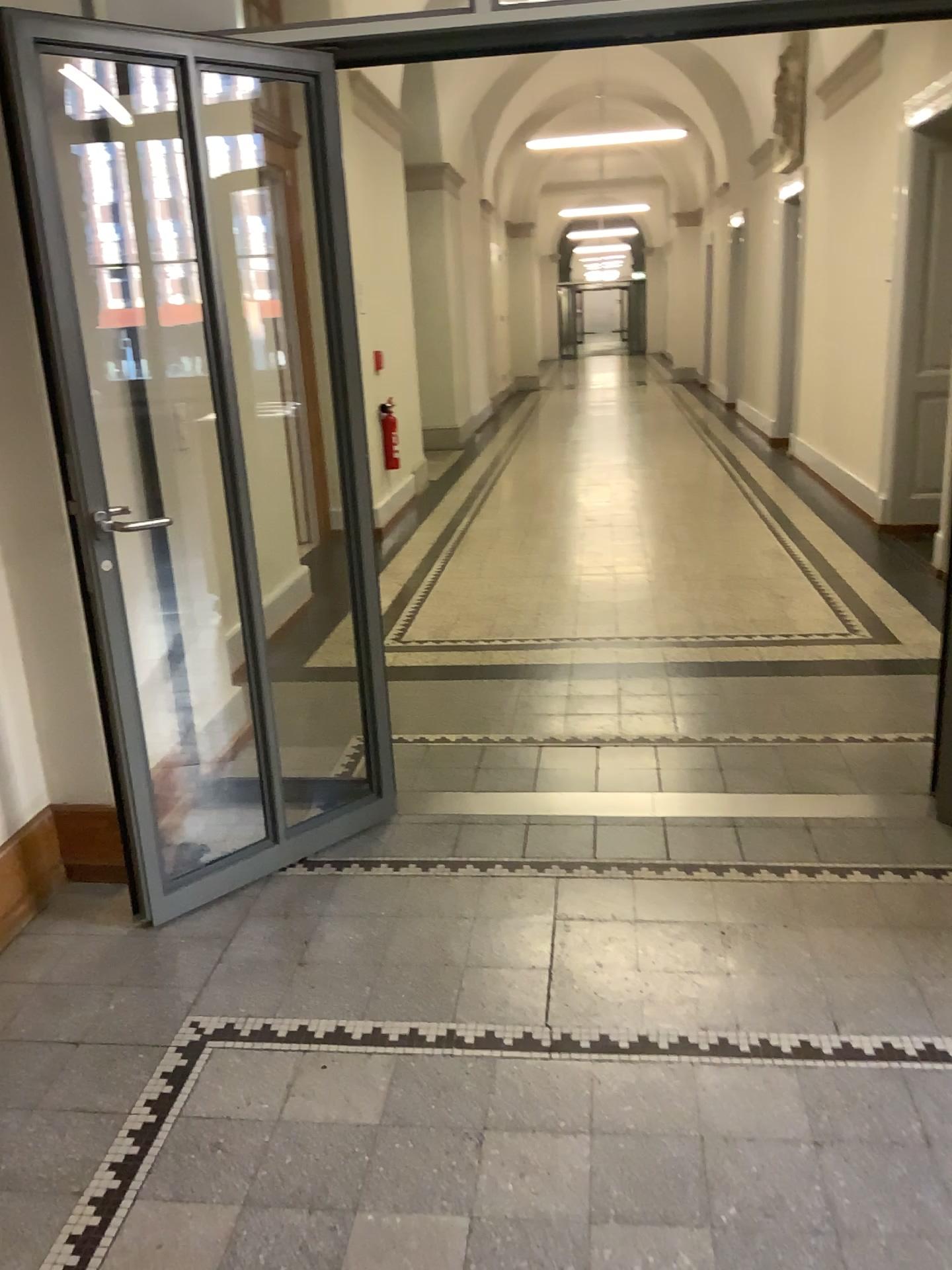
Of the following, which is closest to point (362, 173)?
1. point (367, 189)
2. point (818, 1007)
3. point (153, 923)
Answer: → point (367, 189)

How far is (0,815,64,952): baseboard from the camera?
2.7m

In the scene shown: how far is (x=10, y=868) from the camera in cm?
269
